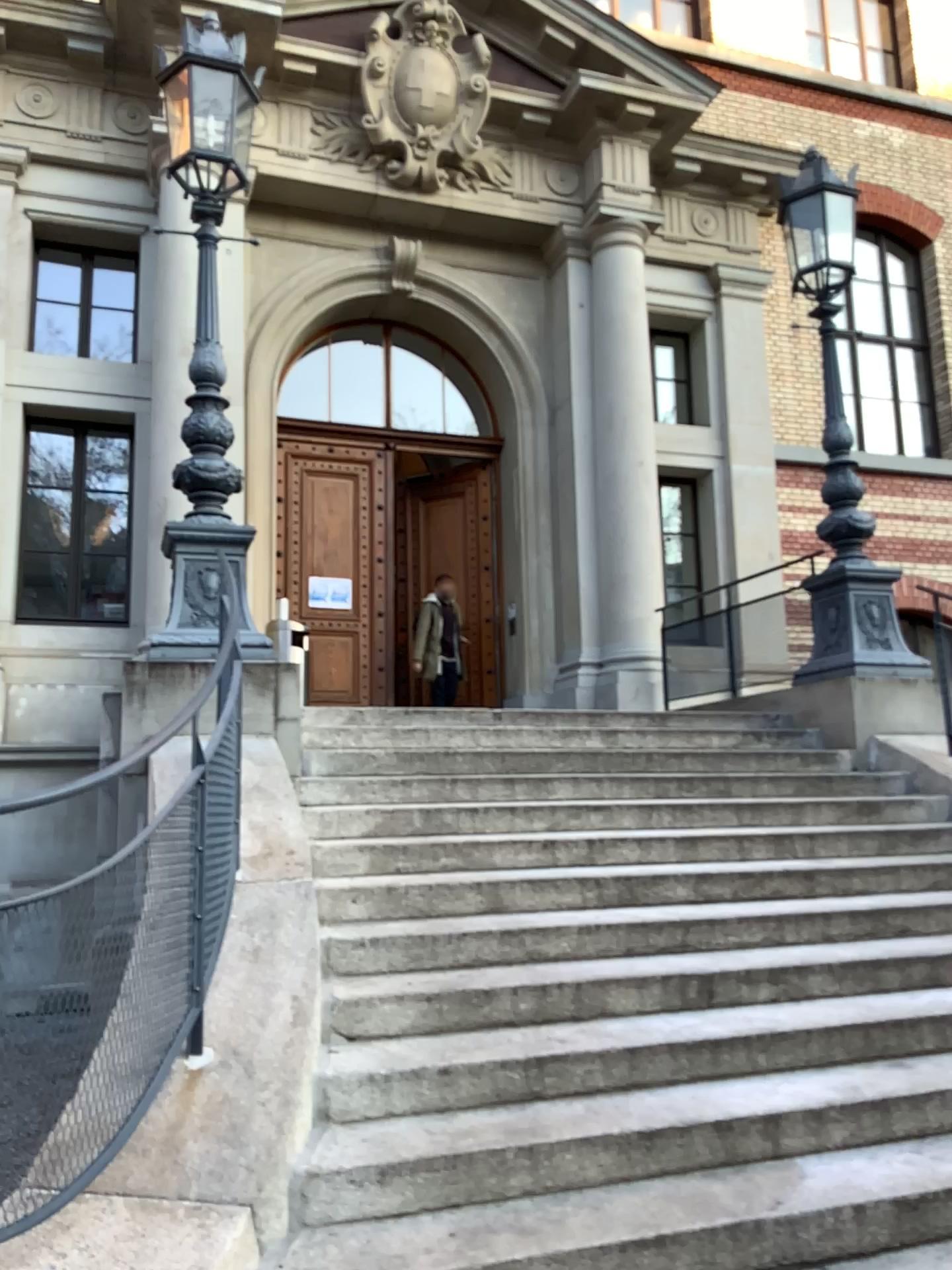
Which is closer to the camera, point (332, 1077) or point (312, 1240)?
point (312, 1240)

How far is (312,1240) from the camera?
2.47m

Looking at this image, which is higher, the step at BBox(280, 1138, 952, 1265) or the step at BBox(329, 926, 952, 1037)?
the step at BBox(329, 926, 952, 1037)

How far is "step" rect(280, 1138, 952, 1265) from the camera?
2.47m

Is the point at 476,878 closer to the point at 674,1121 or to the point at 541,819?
the point at 541,819

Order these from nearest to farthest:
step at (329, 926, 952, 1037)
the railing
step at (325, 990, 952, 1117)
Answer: the railing, step at (325, 990, 952, 1117), step at (329, 926, 952, 1037)

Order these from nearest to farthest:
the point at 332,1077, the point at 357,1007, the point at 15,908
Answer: the point at 15,908 < the point at 332,1077 < the point at 357,1007

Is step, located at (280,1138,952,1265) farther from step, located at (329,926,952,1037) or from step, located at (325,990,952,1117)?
step, located at (329,926,952,1037)

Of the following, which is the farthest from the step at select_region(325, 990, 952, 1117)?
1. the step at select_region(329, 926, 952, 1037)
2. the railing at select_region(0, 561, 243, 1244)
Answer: the railing at select_region(0, 561, 243, 1244)

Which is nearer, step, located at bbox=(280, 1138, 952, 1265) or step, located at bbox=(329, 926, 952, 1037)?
step, located at bbox=(280, 1138, 952, 1265)
